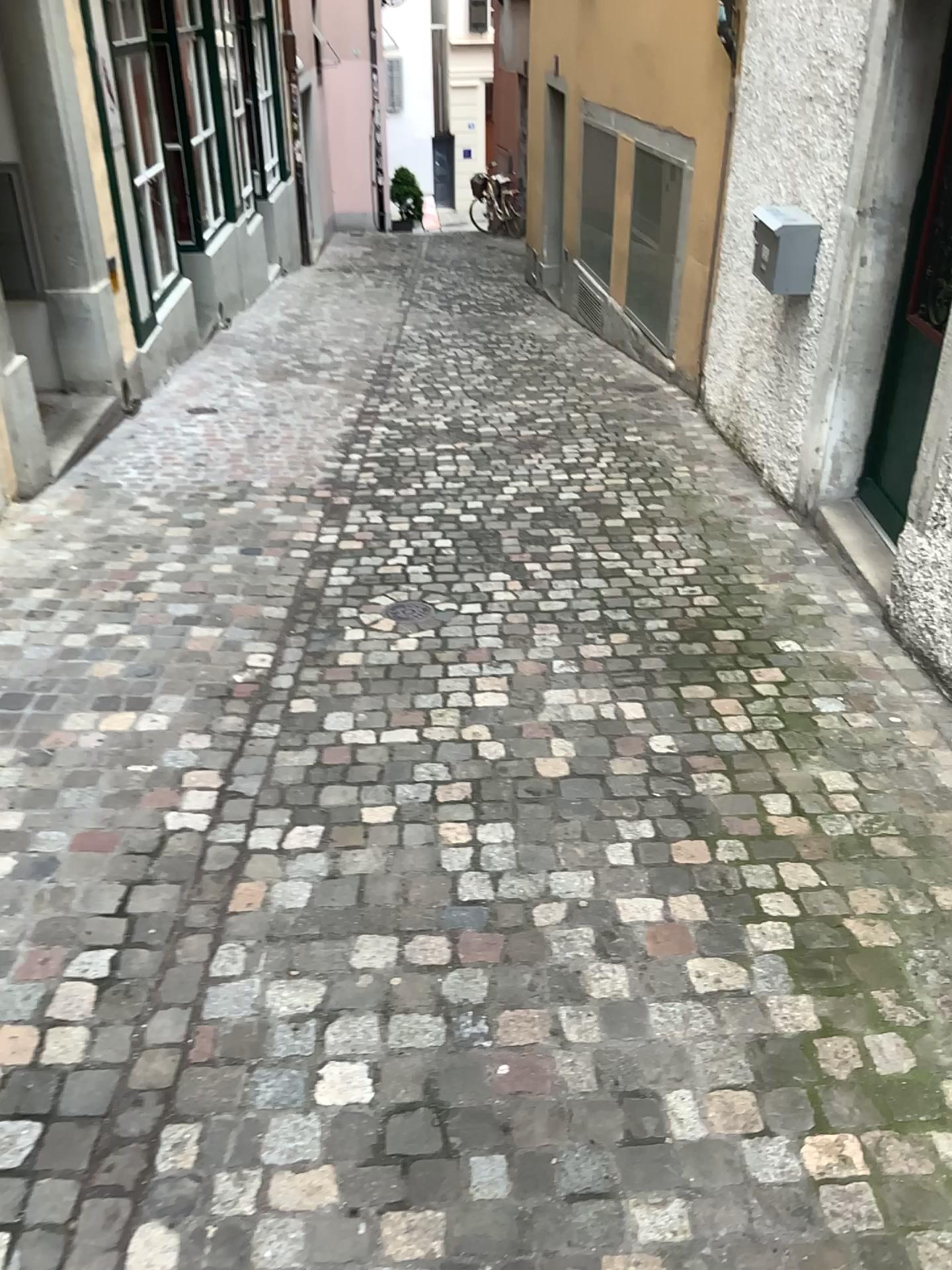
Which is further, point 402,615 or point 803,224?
point 803,224

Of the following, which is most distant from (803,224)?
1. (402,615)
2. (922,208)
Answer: (402,615)

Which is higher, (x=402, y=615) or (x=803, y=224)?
(x=803, y=224)

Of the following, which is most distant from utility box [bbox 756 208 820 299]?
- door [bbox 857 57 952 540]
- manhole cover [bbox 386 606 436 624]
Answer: manhole cover [bbox 386 606 436 624]

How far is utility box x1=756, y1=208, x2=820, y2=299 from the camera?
4.4m

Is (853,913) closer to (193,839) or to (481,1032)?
(481,1032)

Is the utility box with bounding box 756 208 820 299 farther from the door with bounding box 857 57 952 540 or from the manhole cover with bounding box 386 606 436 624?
the manhole cover with bounding box 386 606 436 624

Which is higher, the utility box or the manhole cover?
the utility box

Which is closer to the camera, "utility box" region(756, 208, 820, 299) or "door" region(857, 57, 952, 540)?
"door" region(857, 57, 952, 540)
